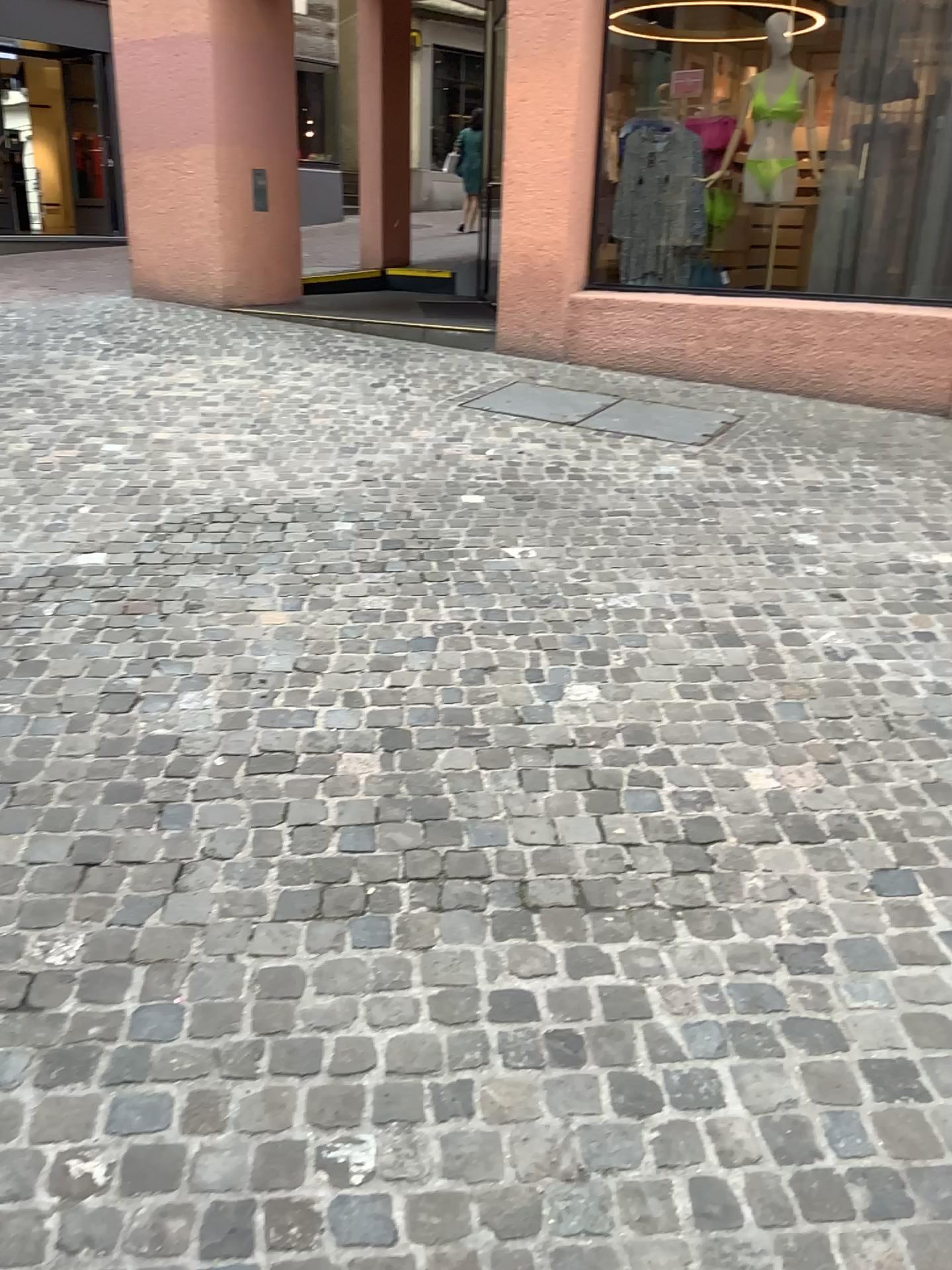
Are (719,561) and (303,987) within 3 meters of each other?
→ yes
